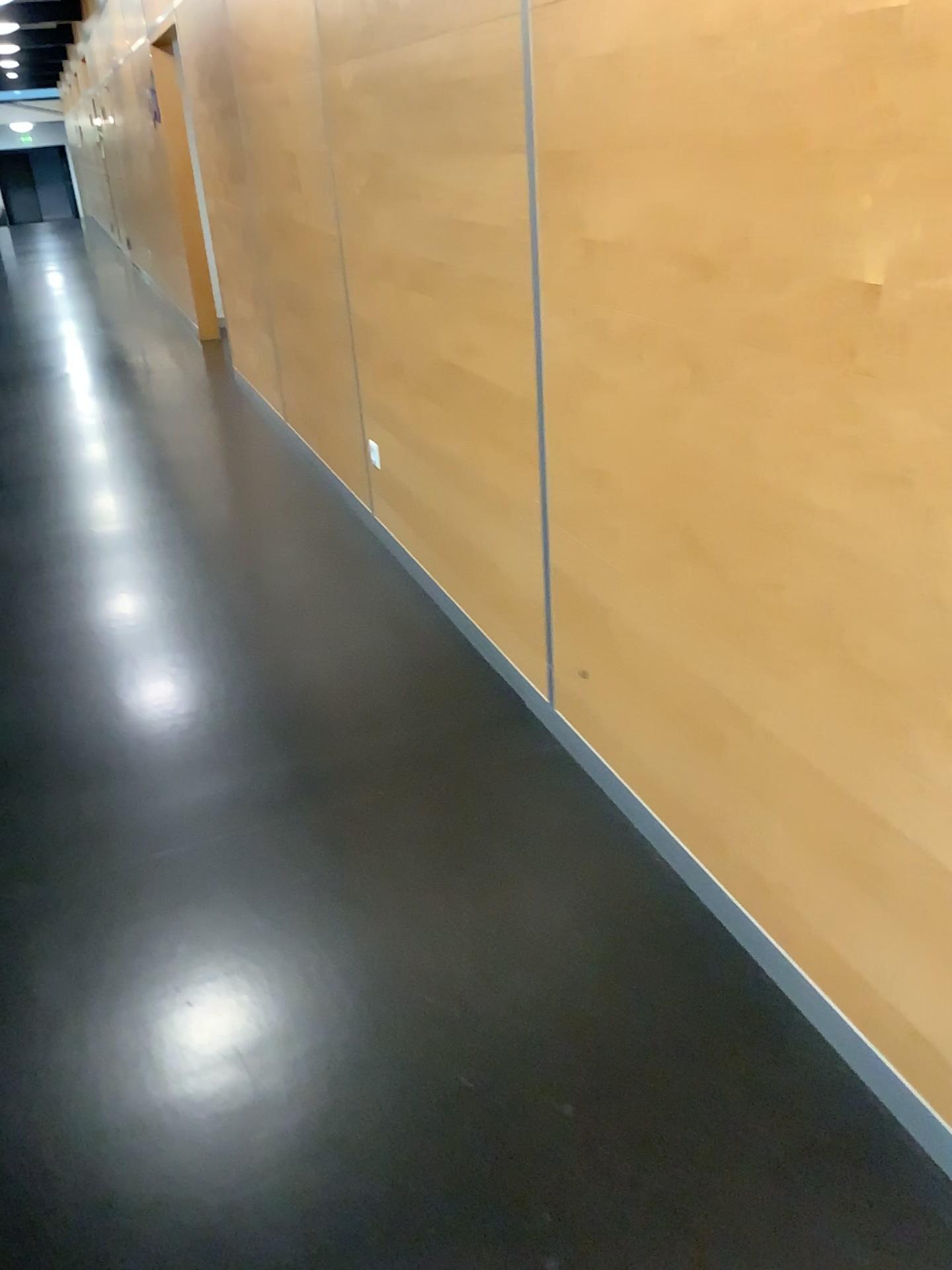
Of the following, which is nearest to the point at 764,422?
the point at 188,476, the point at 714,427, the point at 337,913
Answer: the point at 714,427
